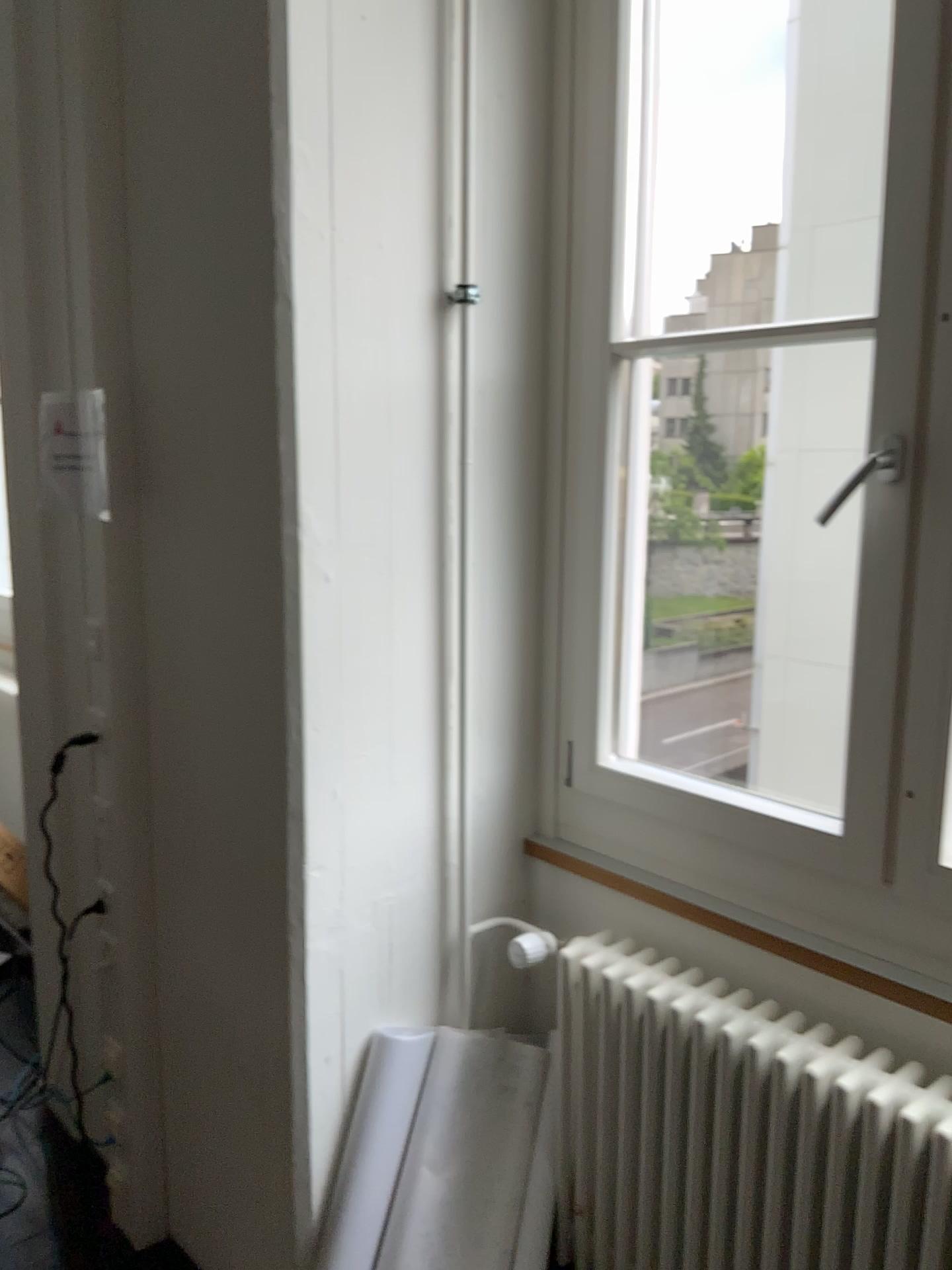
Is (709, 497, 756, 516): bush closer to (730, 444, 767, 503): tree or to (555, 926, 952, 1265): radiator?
(730, 444, 767, 503): tree

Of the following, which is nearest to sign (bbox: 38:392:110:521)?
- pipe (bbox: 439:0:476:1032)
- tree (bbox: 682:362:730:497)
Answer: pipe (bbox: 439:0:476:1032)

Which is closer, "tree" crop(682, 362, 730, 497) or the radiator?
the radiator

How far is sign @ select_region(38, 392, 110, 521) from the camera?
2.2 meters

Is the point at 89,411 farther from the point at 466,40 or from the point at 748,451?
the point at 748,451

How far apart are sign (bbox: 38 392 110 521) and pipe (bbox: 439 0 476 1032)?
0.8 meters

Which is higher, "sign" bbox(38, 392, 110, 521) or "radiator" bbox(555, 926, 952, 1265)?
"sign" bbox(38, 392, 110, 521)

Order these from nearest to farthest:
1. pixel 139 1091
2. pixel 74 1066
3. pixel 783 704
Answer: pixel 139 1091 < pixel 74 1066 < pixel 783 704

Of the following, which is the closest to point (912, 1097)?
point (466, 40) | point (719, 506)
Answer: point (719, 506)

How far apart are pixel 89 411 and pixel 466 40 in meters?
1.1
